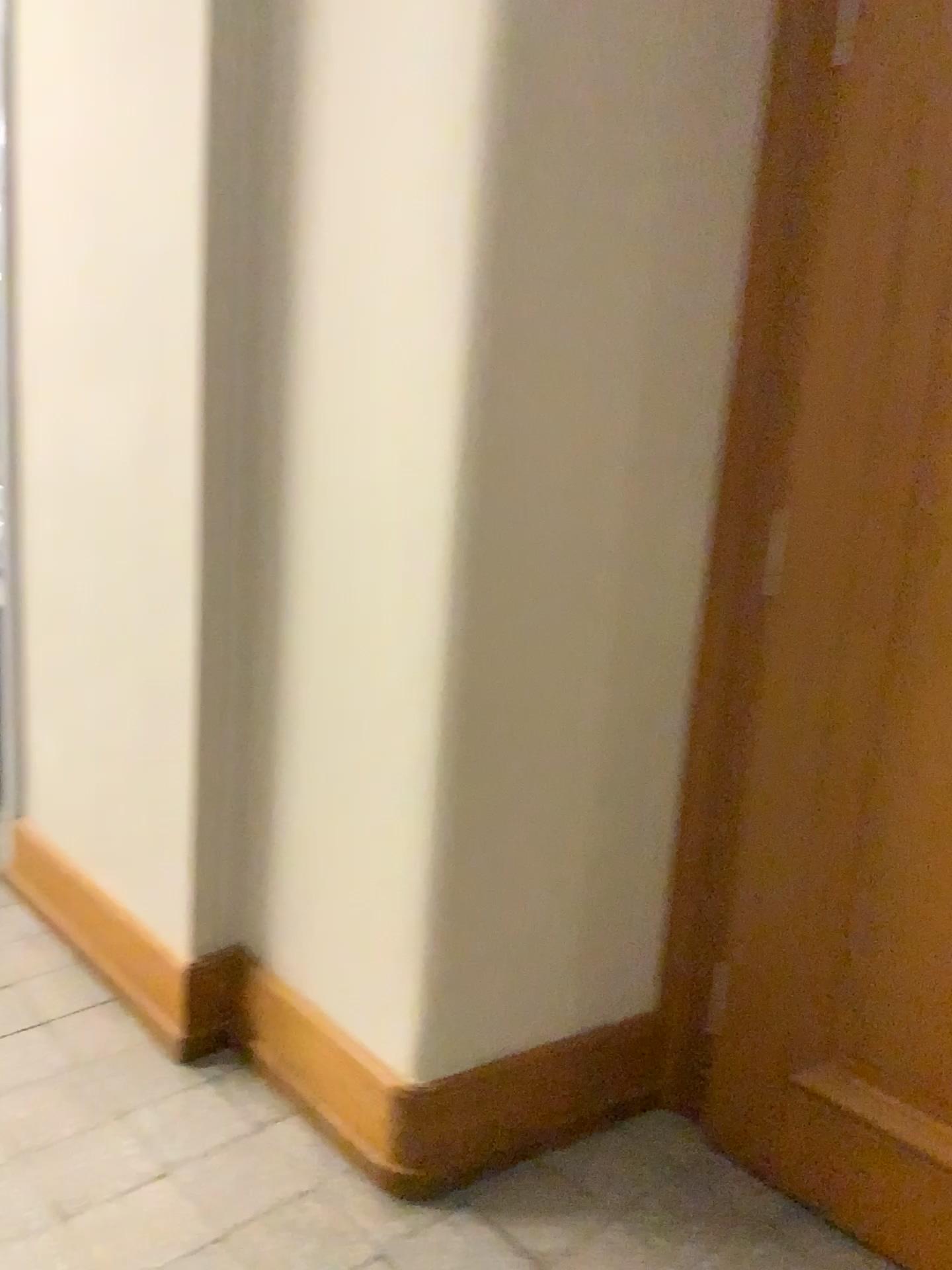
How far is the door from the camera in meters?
1.7

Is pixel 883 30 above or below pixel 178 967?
above

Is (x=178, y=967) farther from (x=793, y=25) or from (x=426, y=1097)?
(x=793, y=25)

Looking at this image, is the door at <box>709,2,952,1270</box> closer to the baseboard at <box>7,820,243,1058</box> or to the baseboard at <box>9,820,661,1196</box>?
the baseboard at <box>9,820,661,1196</box>

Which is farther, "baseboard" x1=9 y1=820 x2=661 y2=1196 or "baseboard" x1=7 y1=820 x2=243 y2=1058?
"baseboard" x1=7 y1=820 x2=243 y2=1058

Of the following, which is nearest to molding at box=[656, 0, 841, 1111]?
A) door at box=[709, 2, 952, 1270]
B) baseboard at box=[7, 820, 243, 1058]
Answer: door at box=[709, 2, 952, 1270]

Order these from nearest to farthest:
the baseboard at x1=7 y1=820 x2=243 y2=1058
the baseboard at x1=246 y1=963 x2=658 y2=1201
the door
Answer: the door → the baseboard at x1=246 y1=963 x2=658 y2=1201 → the baseboard at x1=7 y1=820 x2=243 y2=1058

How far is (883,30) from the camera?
1.7m

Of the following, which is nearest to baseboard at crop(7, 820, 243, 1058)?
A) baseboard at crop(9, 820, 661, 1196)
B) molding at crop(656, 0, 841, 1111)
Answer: baseboard at crop(9, 820, 661, 1196)

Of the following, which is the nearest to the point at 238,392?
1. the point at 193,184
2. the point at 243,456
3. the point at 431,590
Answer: the point at 243,456
